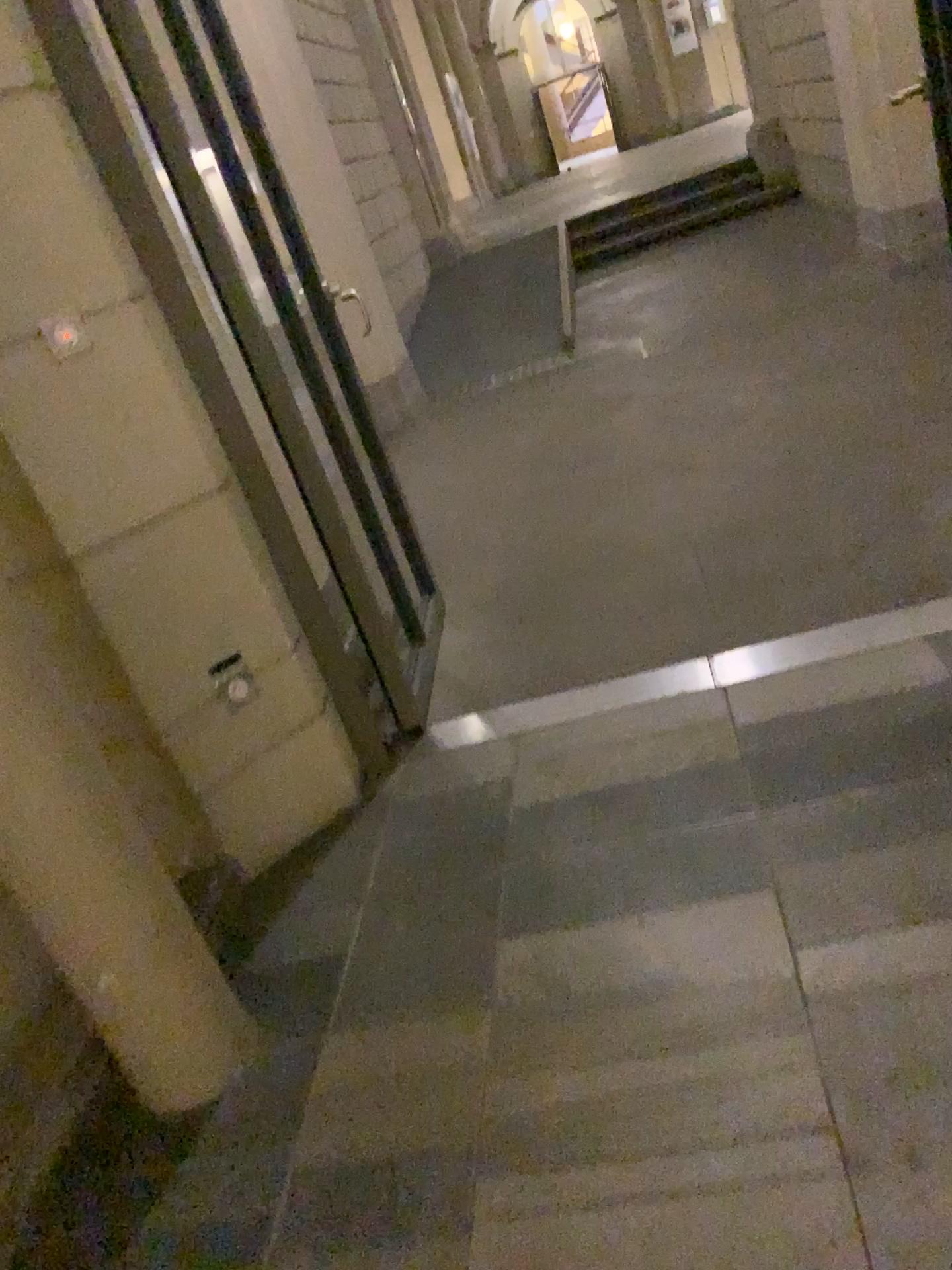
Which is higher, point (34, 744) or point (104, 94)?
point (104, 94)

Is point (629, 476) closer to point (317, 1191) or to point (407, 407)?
point (407, 407)

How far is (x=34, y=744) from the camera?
1.5m

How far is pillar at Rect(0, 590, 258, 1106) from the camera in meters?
1.6

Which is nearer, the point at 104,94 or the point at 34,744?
the point at 34,744

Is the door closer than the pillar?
No
